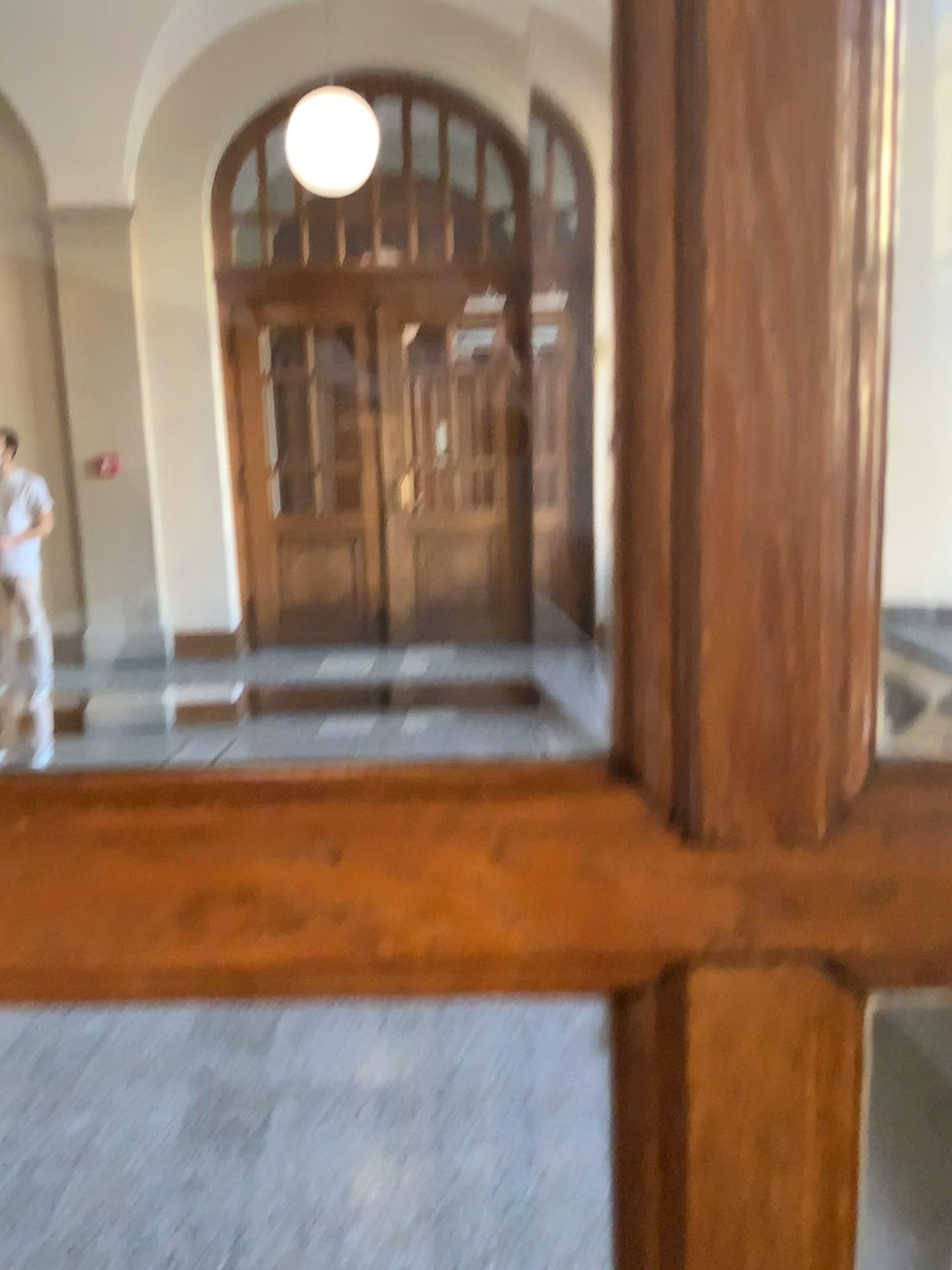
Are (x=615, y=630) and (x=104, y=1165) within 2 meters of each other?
no
